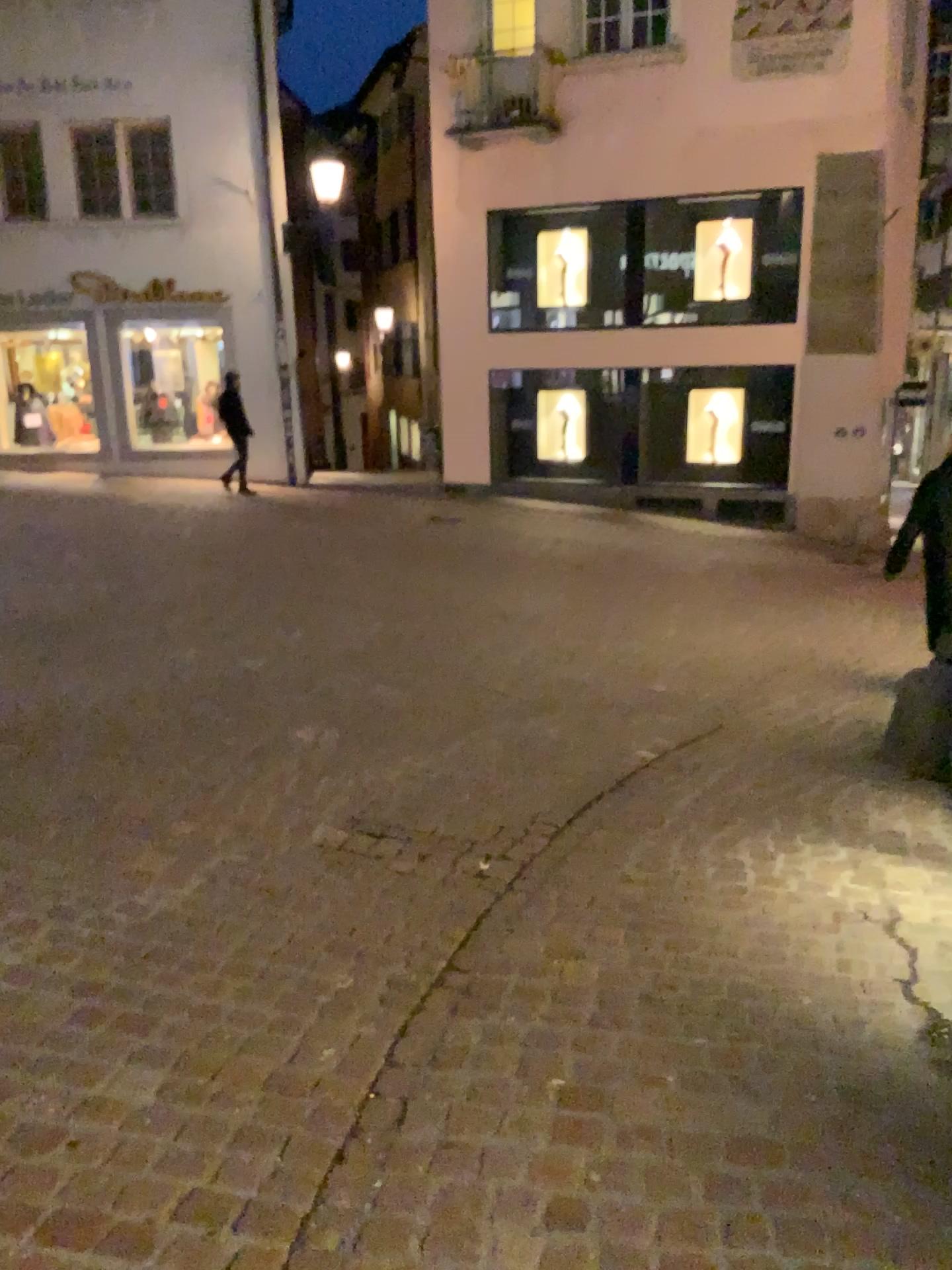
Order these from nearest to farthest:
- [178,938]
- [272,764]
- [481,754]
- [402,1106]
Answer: [402,1106]
[178,938]
[272,764]
[481,754]
